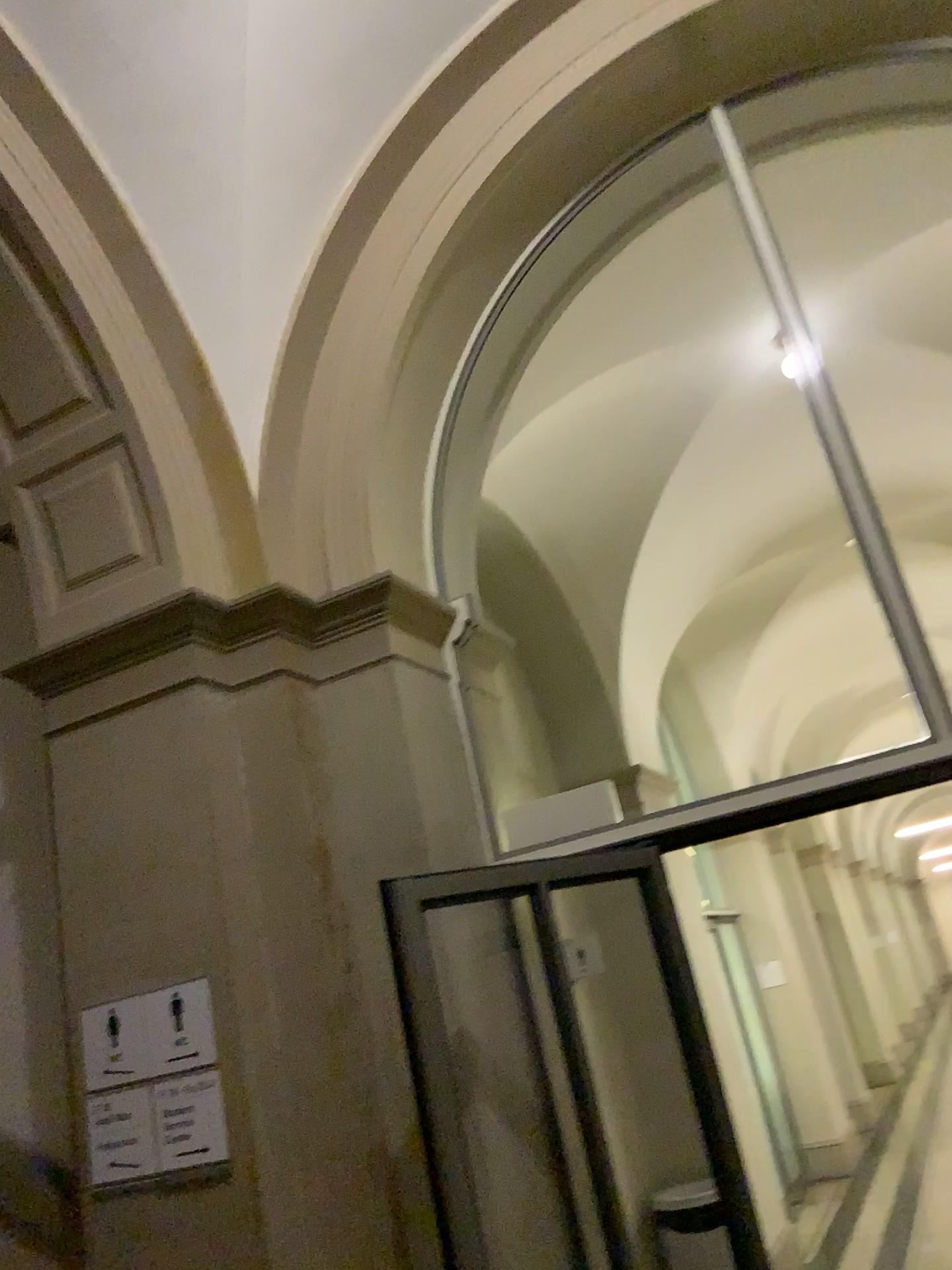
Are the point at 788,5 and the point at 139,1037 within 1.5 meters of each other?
no

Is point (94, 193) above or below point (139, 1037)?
above

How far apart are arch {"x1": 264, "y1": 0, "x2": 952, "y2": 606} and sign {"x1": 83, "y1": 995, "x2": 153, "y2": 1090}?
1.22m

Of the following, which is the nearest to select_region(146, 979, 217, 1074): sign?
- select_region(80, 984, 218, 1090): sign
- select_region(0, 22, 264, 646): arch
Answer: select_region(80, 984, 218, 1090): sign

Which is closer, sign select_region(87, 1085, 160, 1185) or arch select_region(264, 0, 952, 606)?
sign select_region(87, 1085, 160, 1185)

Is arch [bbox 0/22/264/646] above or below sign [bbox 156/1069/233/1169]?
above

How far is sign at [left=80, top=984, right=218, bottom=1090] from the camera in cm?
265

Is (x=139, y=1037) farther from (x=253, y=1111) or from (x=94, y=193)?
(x=94, y=193)

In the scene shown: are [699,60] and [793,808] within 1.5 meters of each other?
no

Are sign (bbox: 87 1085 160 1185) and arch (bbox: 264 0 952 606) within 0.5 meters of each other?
no
